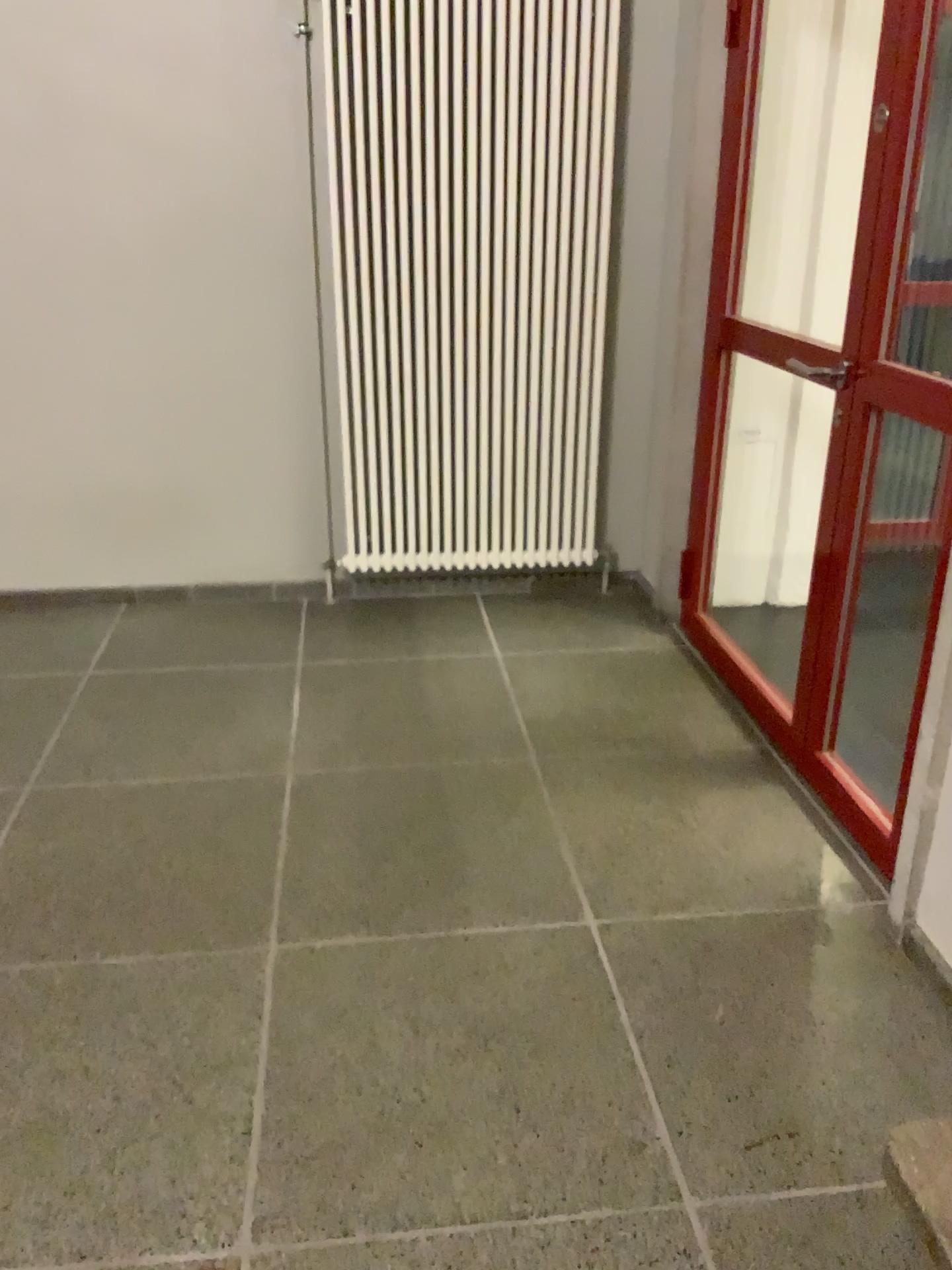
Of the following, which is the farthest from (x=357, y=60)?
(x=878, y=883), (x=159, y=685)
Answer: (x=878, y=883)
